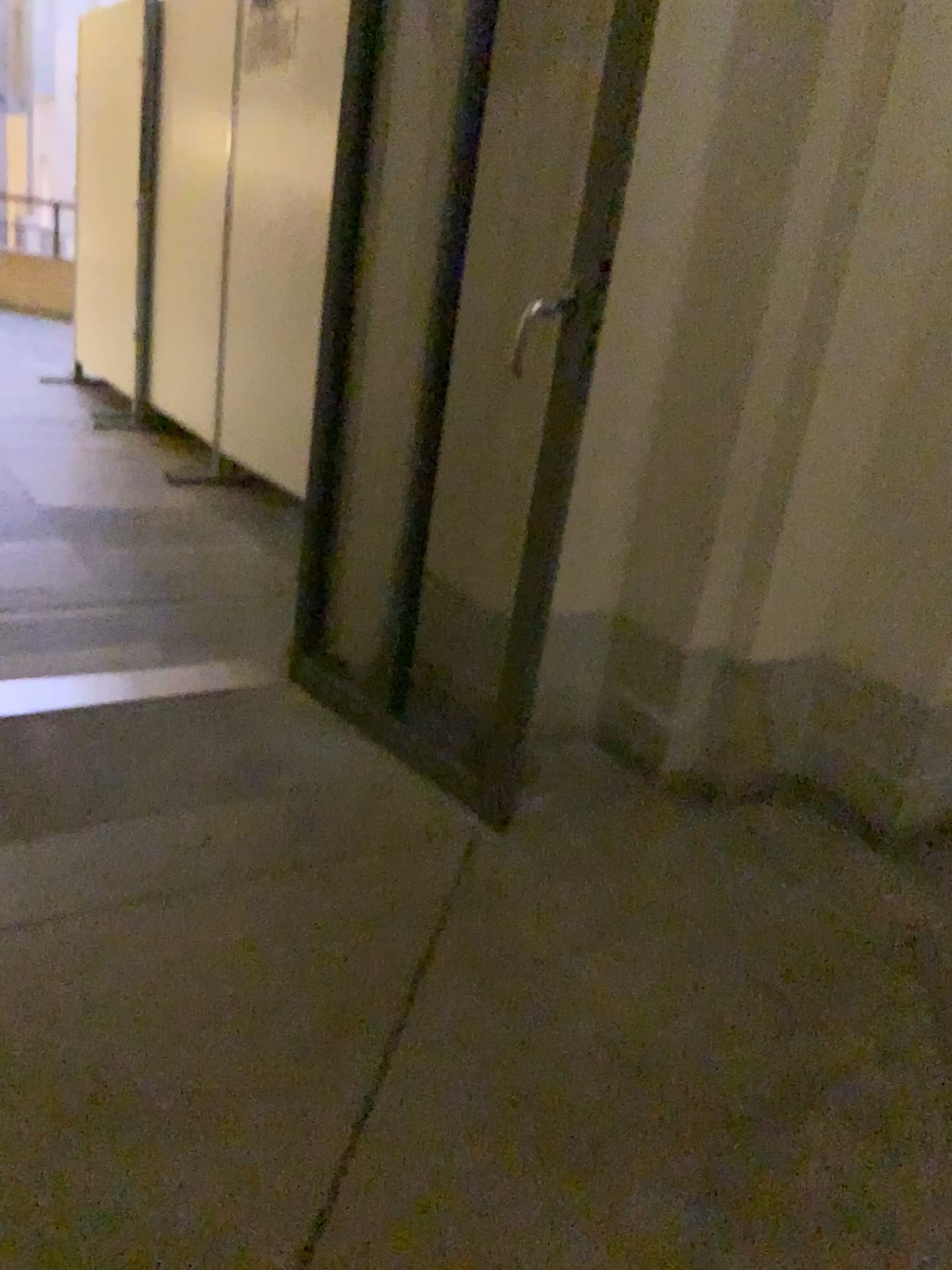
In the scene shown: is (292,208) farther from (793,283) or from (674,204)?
(793,283)

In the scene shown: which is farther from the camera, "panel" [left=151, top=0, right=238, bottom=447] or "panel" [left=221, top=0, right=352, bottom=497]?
"panel" [left=151, top=0, right=238, bottom=447]

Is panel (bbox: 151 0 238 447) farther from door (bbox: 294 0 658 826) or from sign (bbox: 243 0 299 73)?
door (bbox: 294 0 658 826)

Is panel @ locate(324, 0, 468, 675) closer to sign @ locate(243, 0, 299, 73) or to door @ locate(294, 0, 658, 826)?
door @ locate(294, 0, 658, 826)

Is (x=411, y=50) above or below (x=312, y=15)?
below

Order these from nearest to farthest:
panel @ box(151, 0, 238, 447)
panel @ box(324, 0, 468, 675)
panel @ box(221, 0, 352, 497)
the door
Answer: the door → panel @ box(324, 0, 468, 675) → panel @ box(221, 0, 352, 497) → panel @ box(151, 0, 238, 447)

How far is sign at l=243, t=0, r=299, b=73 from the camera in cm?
377

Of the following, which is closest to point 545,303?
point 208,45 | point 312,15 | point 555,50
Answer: point 555,50

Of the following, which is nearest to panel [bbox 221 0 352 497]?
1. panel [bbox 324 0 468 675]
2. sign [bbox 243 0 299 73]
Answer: sign [bbox 243 0 299 73]

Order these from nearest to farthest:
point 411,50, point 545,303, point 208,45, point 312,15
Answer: point 545,303 < point 411,50 < point 312,15 < point 208,45
